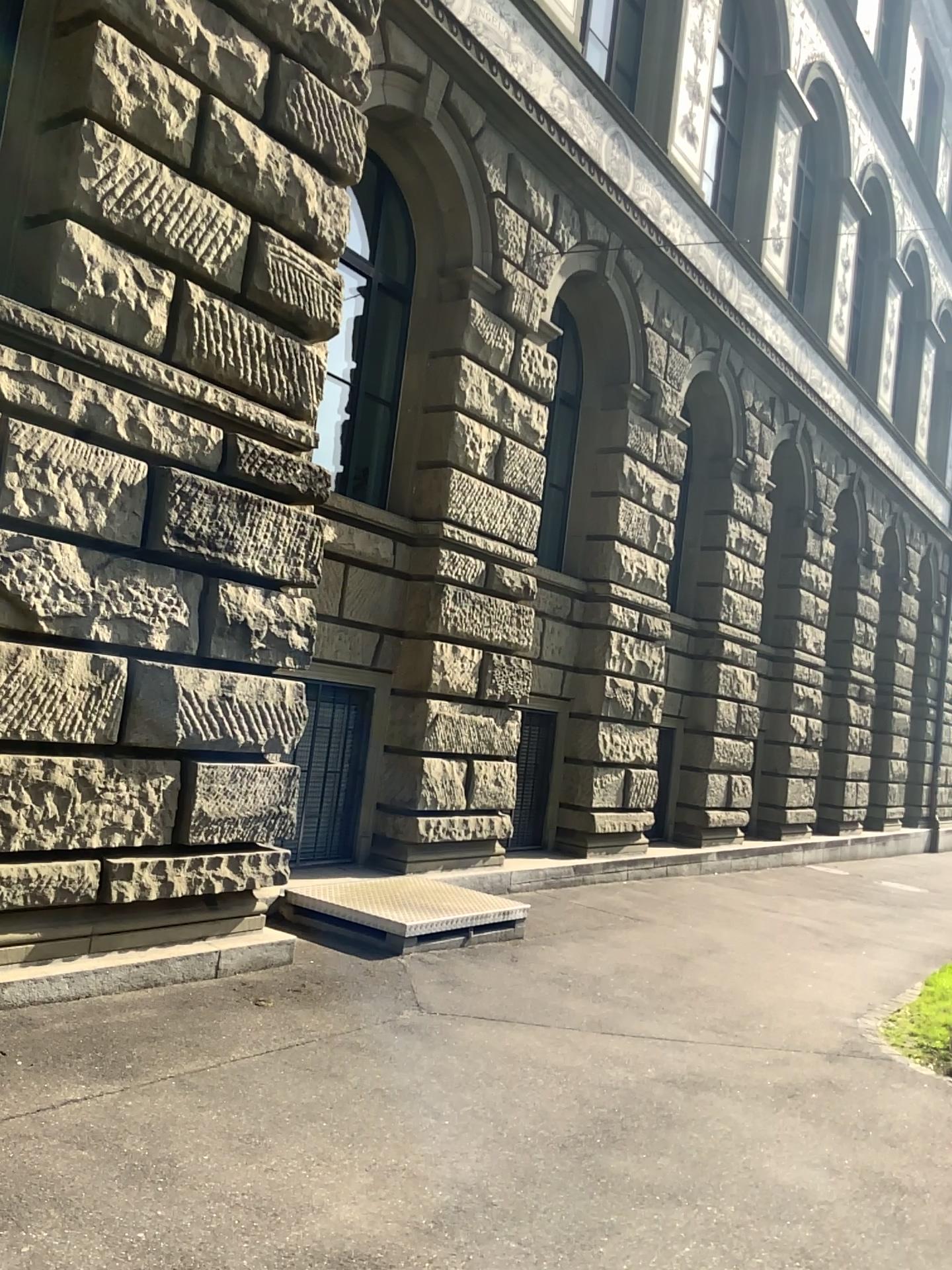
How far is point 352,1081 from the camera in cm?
434
